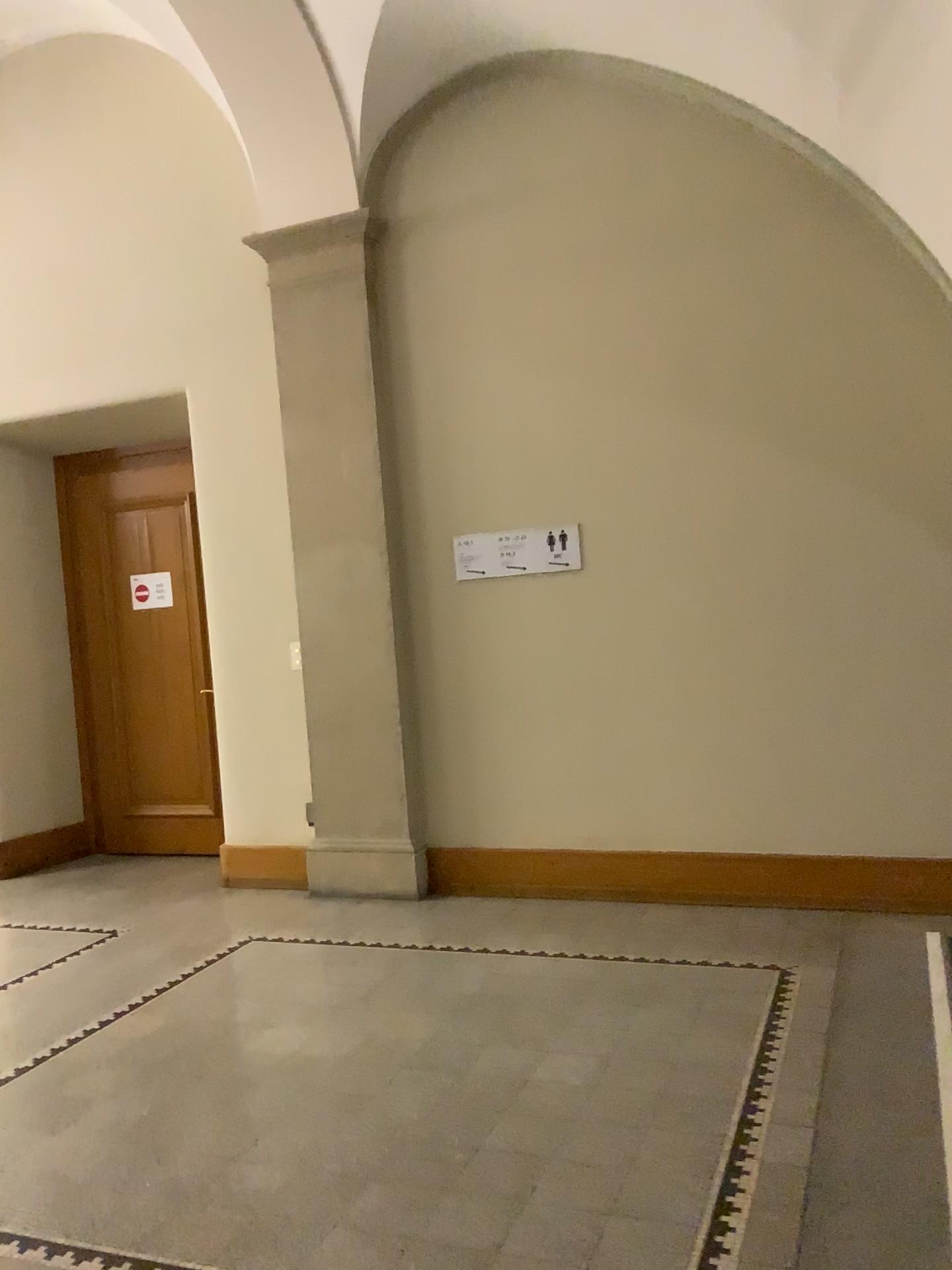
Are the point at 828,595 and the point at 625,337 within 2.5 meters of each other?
yes

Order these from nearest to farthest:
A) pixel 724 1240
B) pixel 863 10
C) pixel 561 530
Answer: pixel 724 1240
pixel 863 10
pixel 561 530

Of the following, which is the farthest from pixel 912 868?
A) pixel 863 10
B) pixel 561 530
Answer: pixel 863 10

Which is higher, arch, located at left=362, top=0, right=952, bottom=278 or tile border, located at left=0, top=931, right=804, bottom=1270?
arch, located at left=362, top=0, right=952, bottom=278

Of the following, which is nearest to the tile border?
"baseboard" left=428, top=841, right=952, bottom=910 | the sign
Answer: "baseboard" left=428, top=841, right=952, bottom=910

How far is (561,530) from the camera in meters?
4.9

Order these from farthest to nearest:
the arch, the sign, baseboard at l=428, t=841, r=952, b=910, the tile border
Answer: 1. the sign
2. baseboard at l=428, t=841, r=952, b=910
3. the arch
4. the tile border

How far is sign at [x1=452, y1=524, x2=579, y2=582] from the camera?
4.88m

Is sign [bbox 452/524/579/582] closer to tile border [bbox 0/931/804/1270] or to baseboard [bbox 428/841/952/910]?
baseboard [bbox 428/841/952/910]

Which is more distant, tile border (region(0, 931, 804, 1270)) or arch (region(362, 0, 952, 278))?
arch (region(362, 0, 952, 278))
